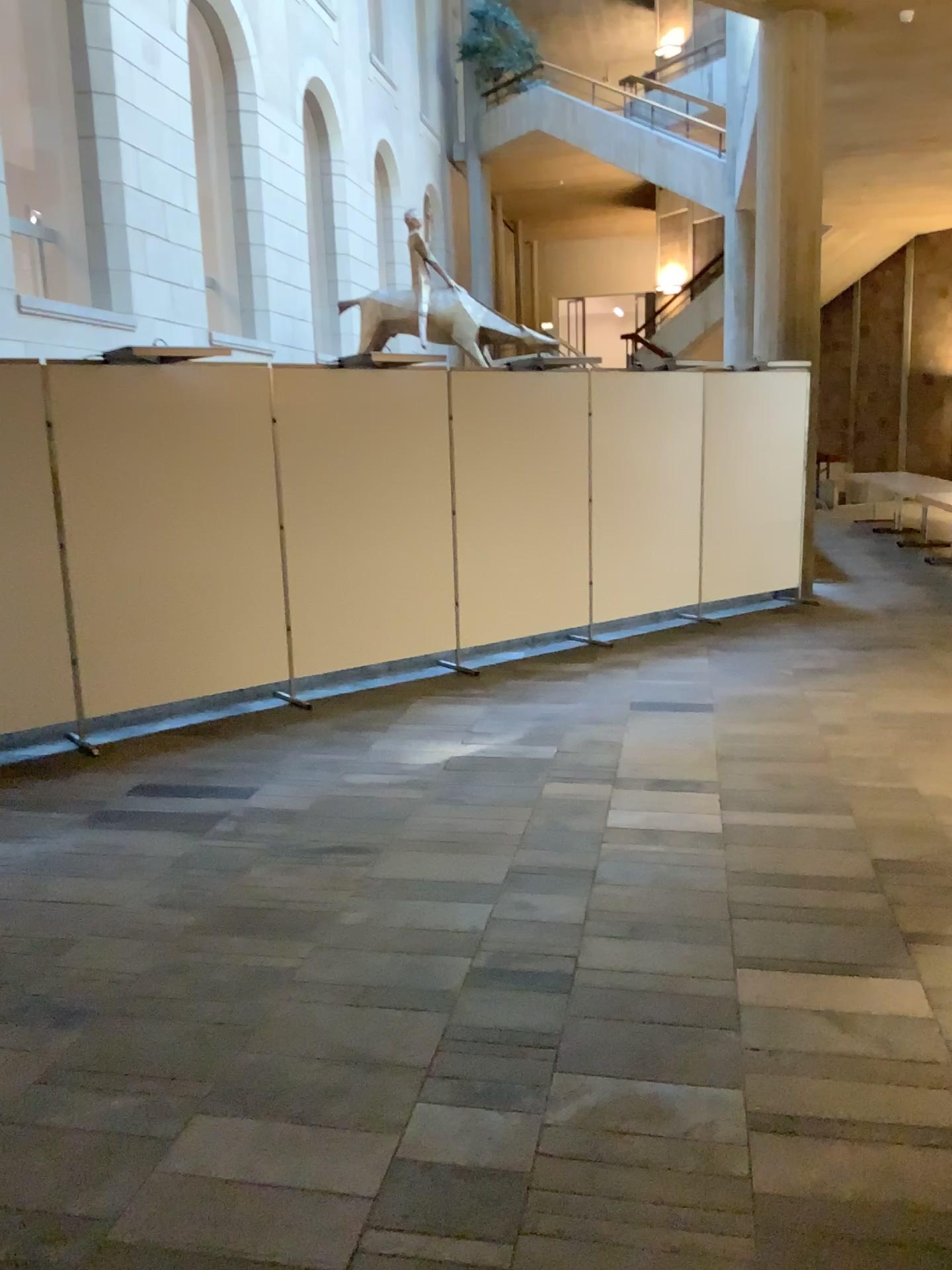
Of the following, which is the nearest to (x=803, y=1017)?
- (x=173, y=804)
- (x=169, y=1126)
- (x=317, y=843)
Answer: (x=169, y=1126)
